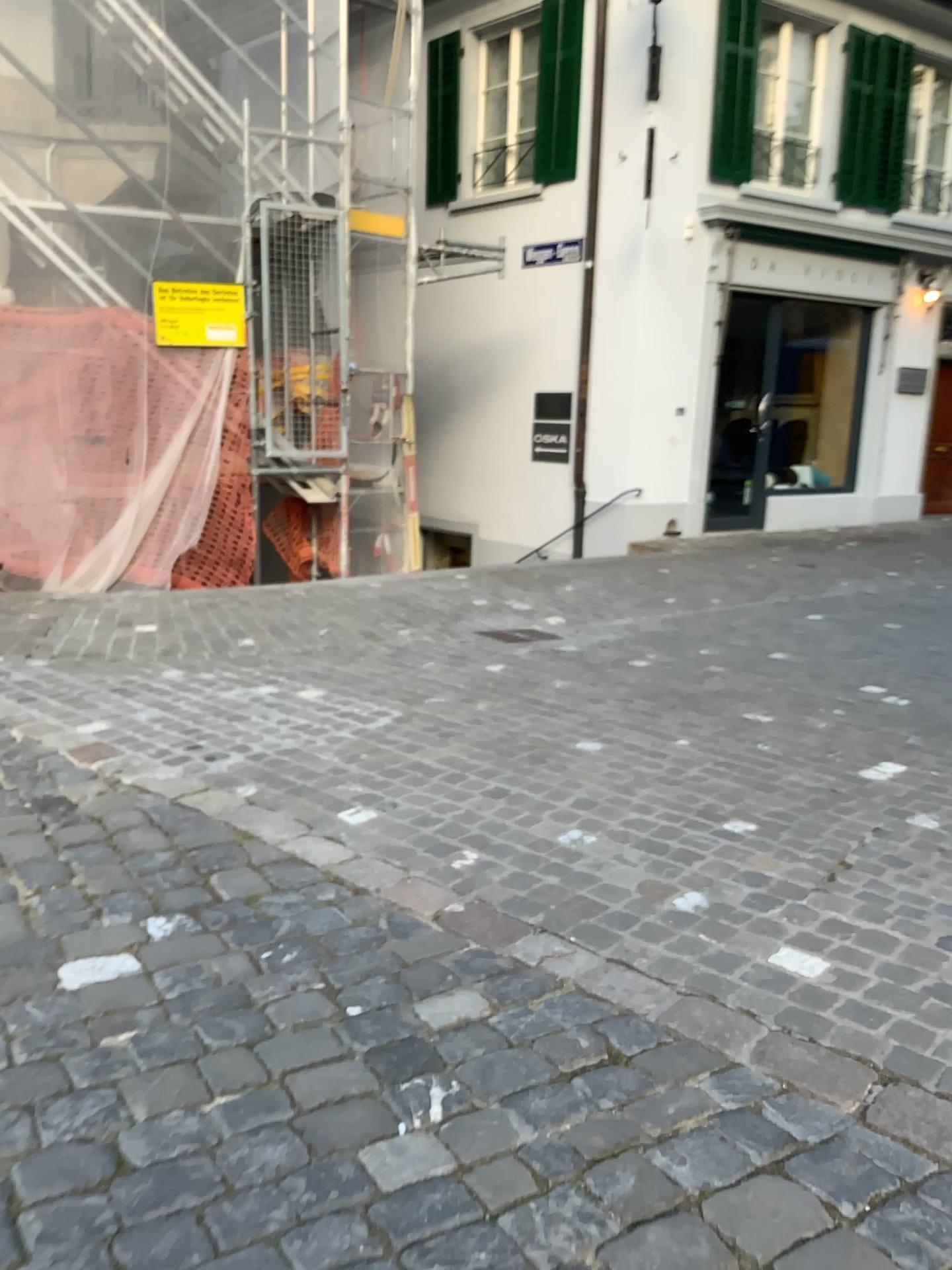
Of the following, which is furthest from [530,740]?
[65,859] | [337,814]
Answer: [65,859]
